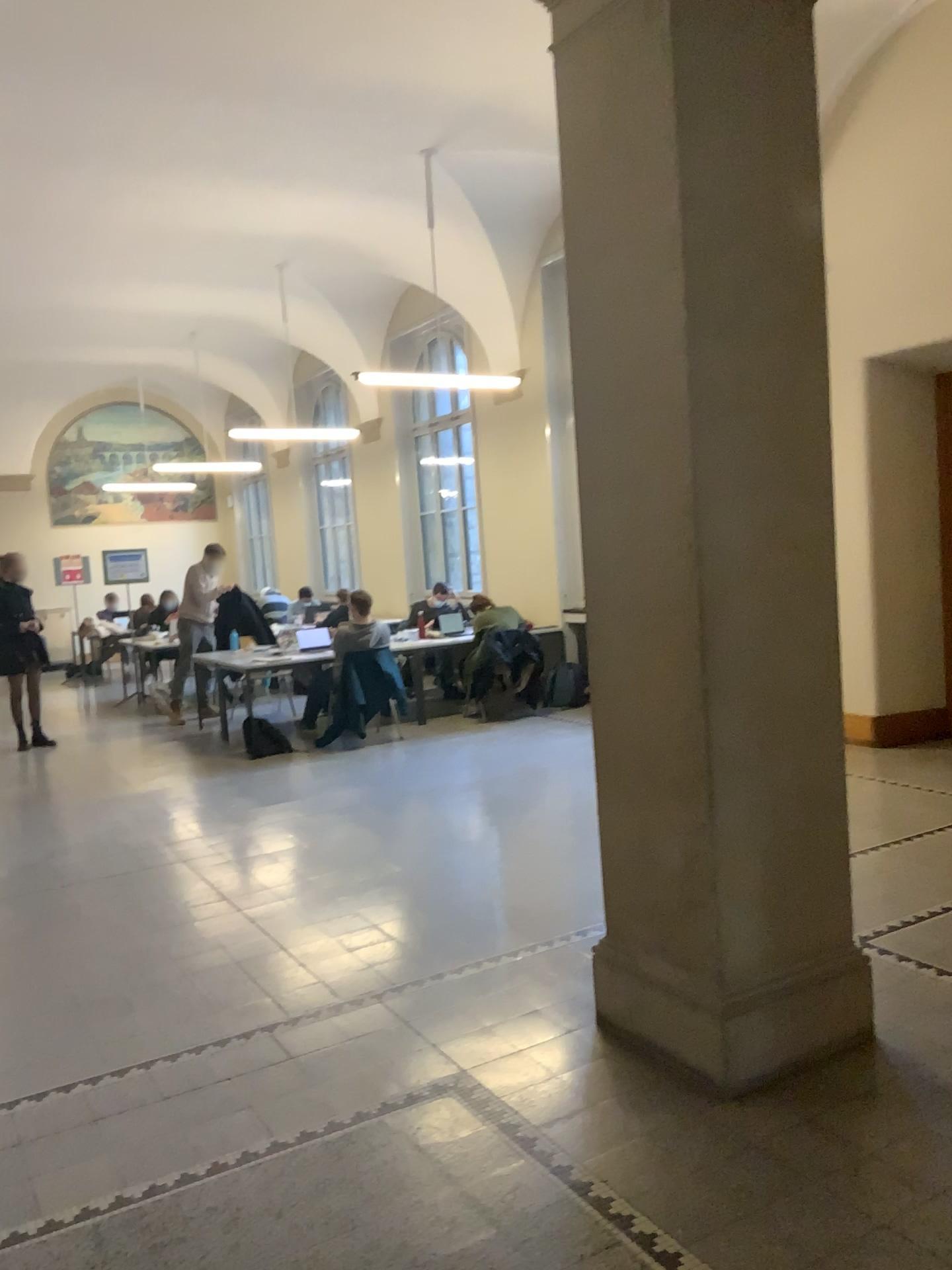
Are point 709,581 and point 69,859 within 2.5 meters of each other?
no

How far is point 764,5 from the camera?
2.8 meters

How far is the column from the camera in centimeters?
285cm
